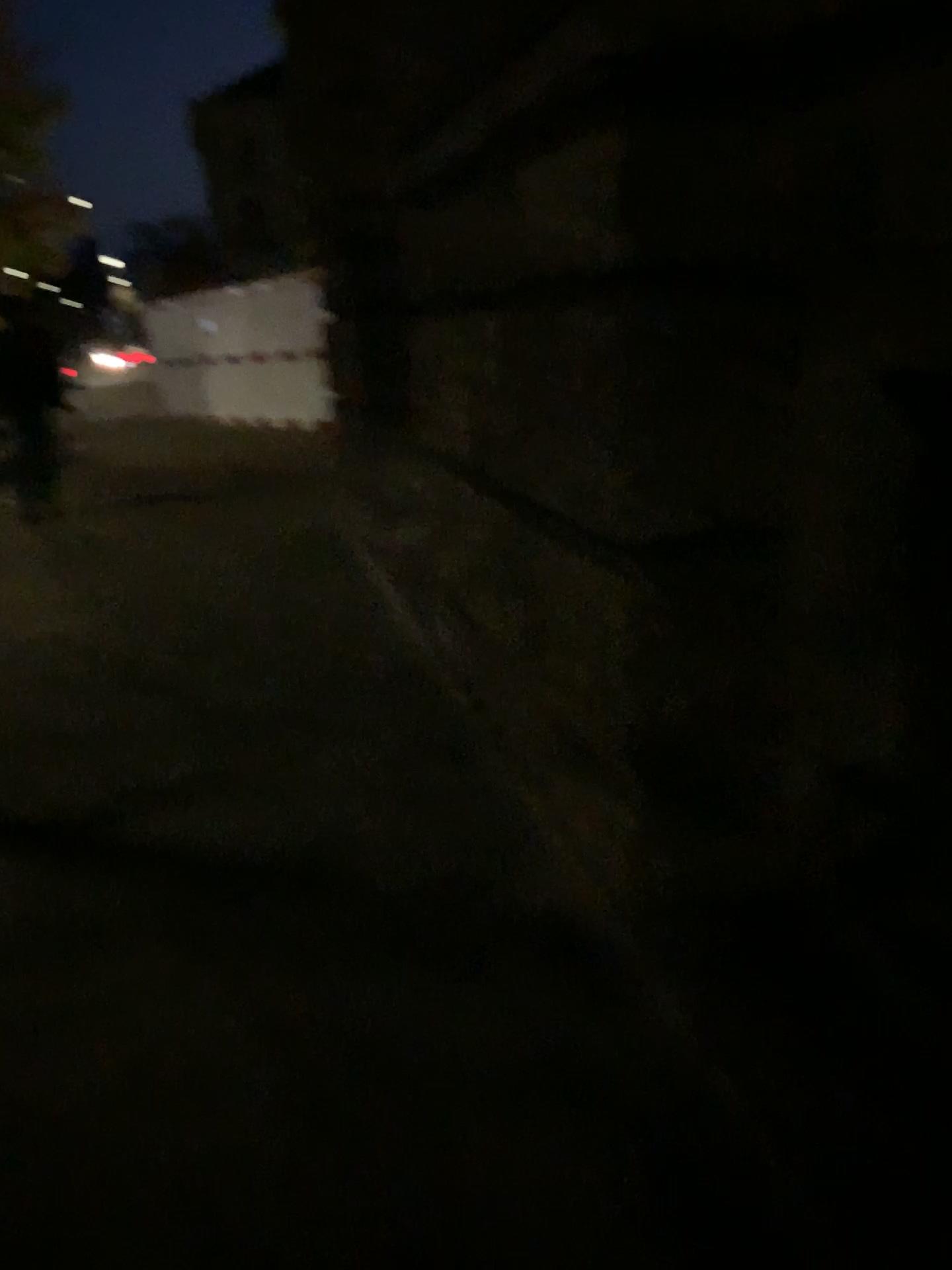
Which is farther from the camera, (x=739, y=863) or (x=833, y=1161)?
(x=739, y=863)
